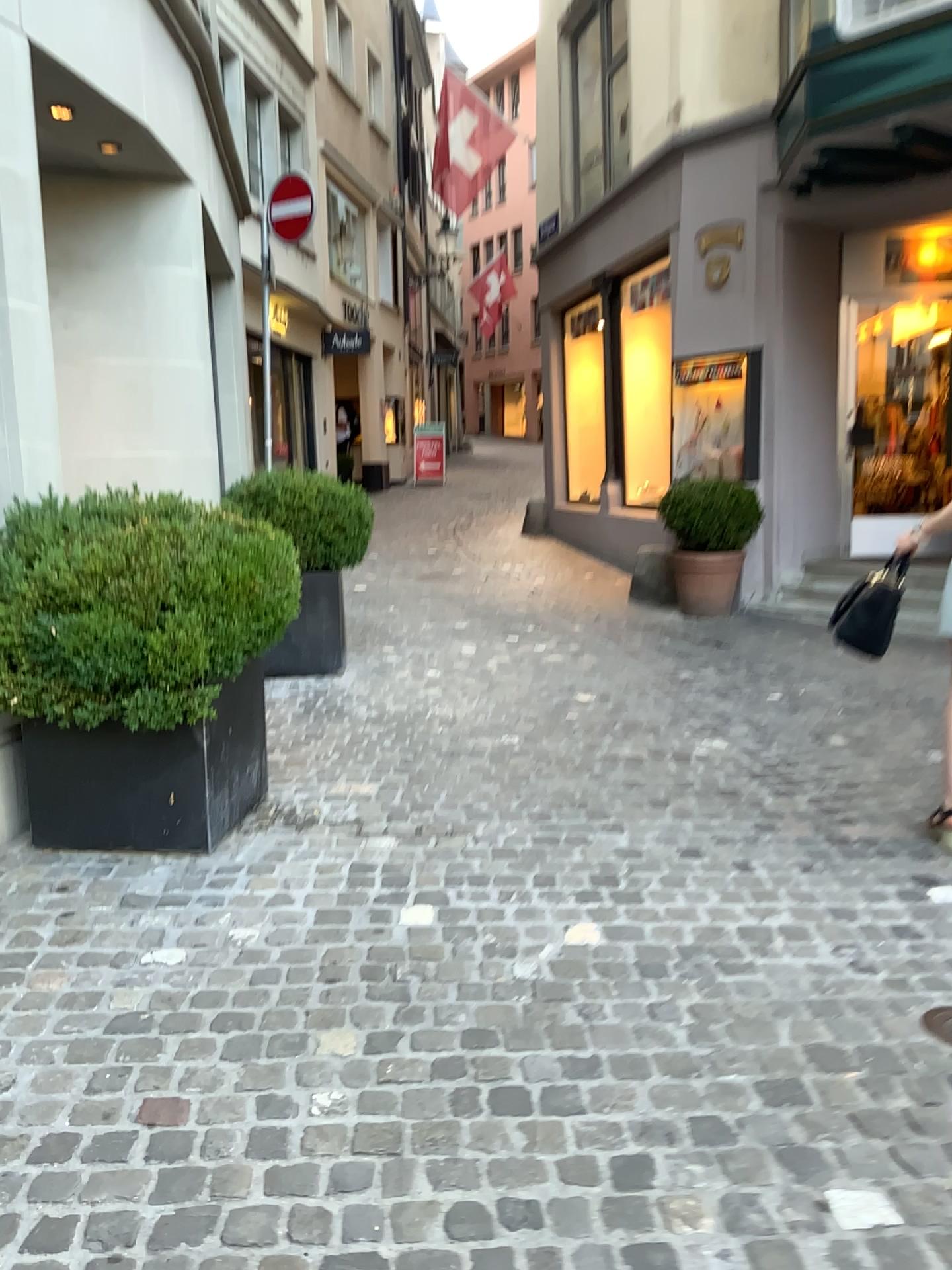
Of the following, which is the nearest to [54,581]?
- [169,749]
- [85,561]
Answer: [85,561]

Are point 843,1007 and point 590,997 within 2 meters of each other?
yes

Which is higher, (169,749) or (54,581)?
(54,581)

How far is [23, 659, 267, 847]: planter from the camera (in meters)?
3.33

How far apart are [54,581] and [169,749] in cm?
63

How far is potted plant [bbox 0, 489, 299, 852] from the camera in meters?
3.1 m

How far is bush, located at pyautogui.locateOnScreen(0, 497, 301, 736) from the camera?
3.11m
